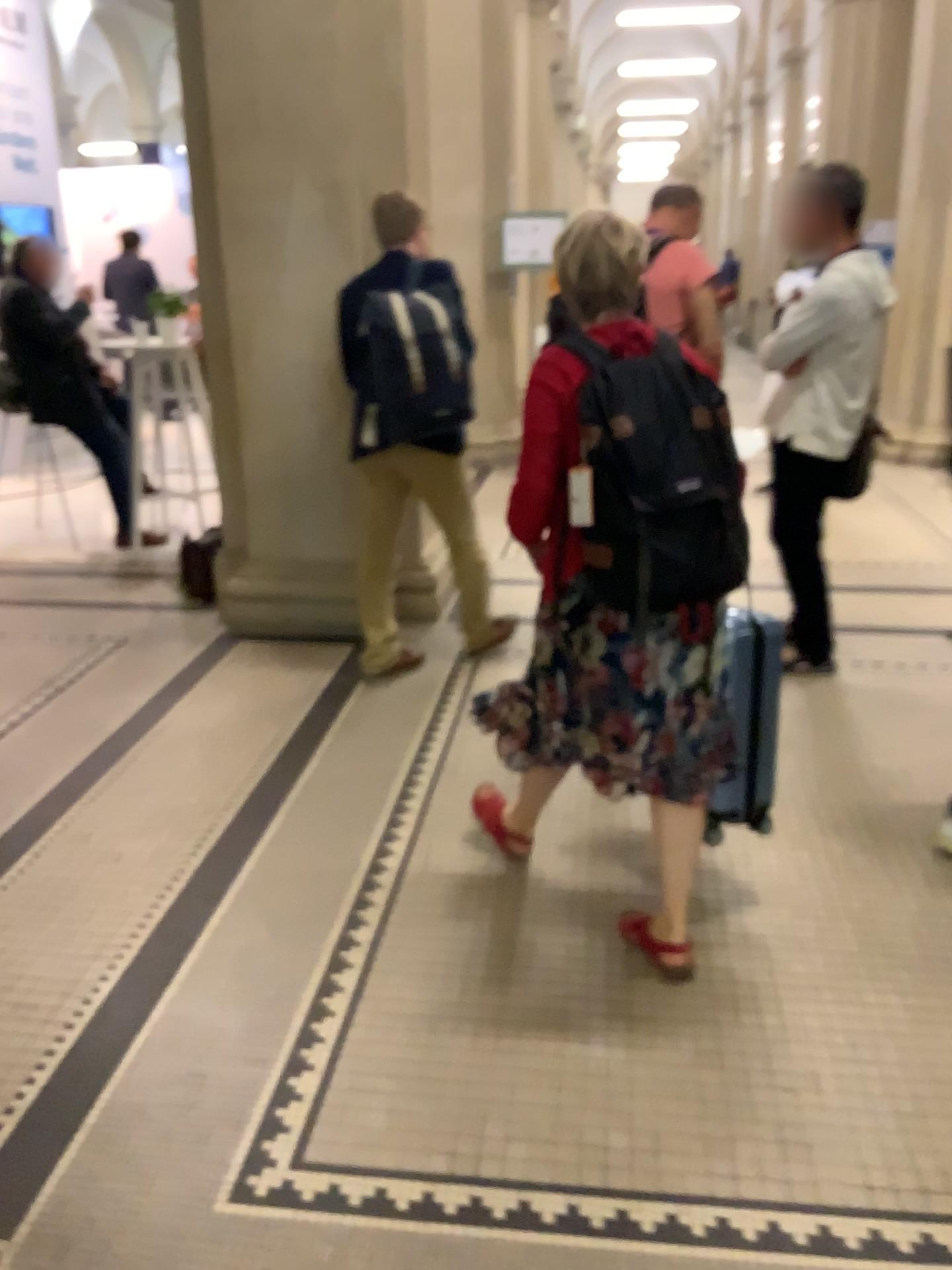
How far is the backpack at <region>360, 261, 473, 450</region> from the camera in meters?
3.5 m

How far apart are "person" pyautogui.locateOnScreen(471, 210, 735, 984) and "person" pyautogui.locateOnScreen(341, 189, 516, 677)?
1.4 meters

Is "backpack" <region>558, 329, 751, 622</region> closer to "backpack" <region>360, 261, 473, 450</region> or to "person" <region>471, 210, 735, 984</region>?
"person" <region>471, 210, 735, 984</region>

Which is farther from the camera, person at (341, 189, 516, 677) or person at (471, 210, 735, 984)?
person at (341, 189, 516, 677)

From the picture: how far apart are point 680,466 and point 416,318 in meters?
1.8

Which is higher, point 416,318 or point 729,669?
point 416,318

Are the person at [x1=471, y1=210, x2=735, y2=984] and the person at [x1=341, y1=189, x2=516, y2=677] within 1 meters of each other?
no

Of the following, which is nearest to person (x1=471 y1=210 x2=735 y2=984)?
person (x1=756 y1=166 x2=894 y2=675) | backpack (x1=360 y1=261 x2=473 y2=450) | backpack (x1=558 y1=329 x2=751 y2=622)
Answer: backpack (x1=558 y1=329 x2=751 y2=622)

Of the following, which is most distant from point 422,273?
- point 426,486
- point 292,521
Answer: A: point 292,521

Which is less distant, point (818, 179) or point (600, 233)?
point (600, 233)
